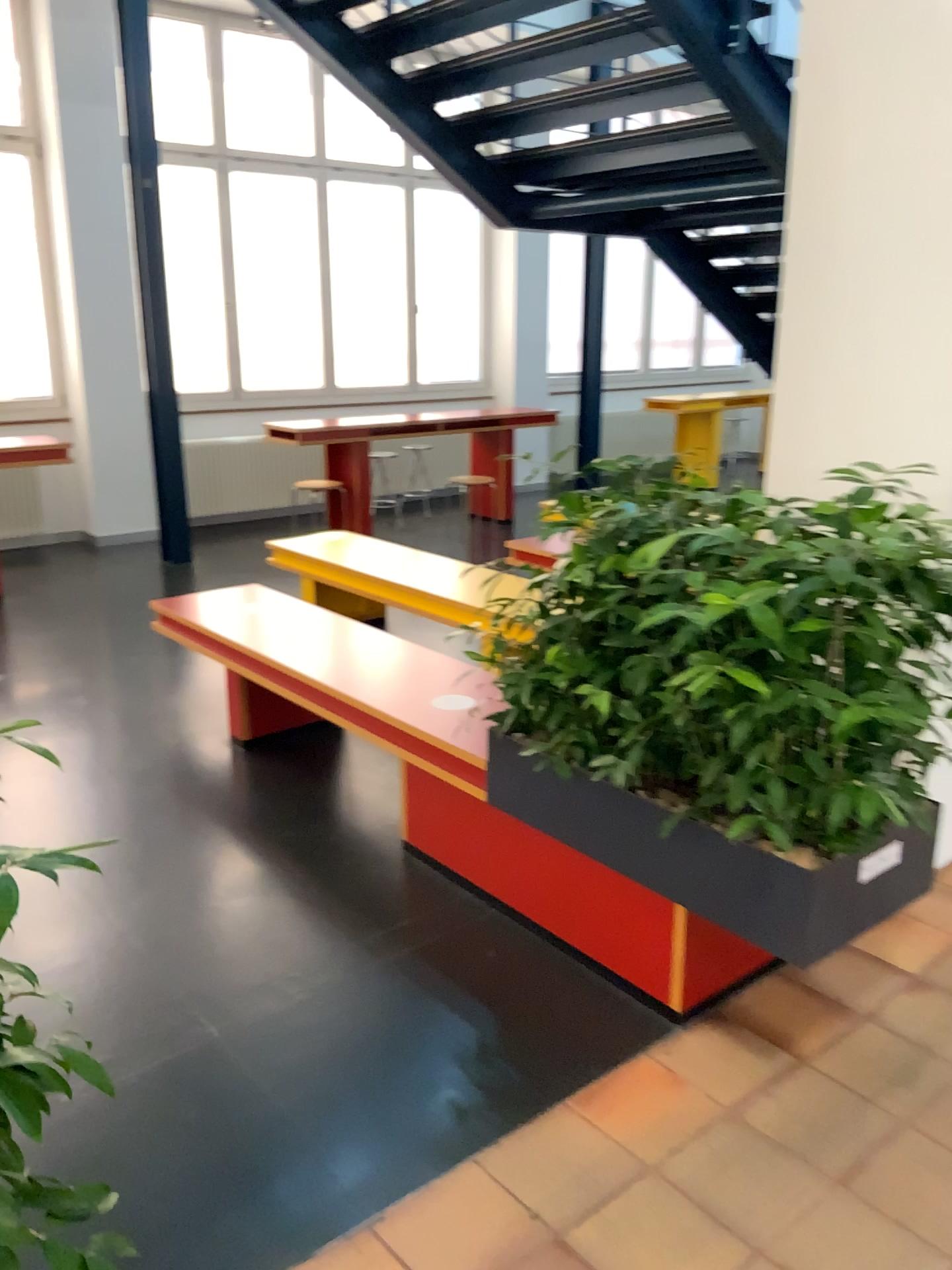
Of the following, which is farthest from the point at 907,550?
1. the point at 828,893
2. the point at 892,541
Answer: the point at 828,893

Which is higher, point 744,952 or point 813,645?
point 813,645

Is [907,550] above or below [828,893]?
above

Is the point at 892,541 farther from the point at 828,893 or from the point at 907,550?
the point at 828,893
